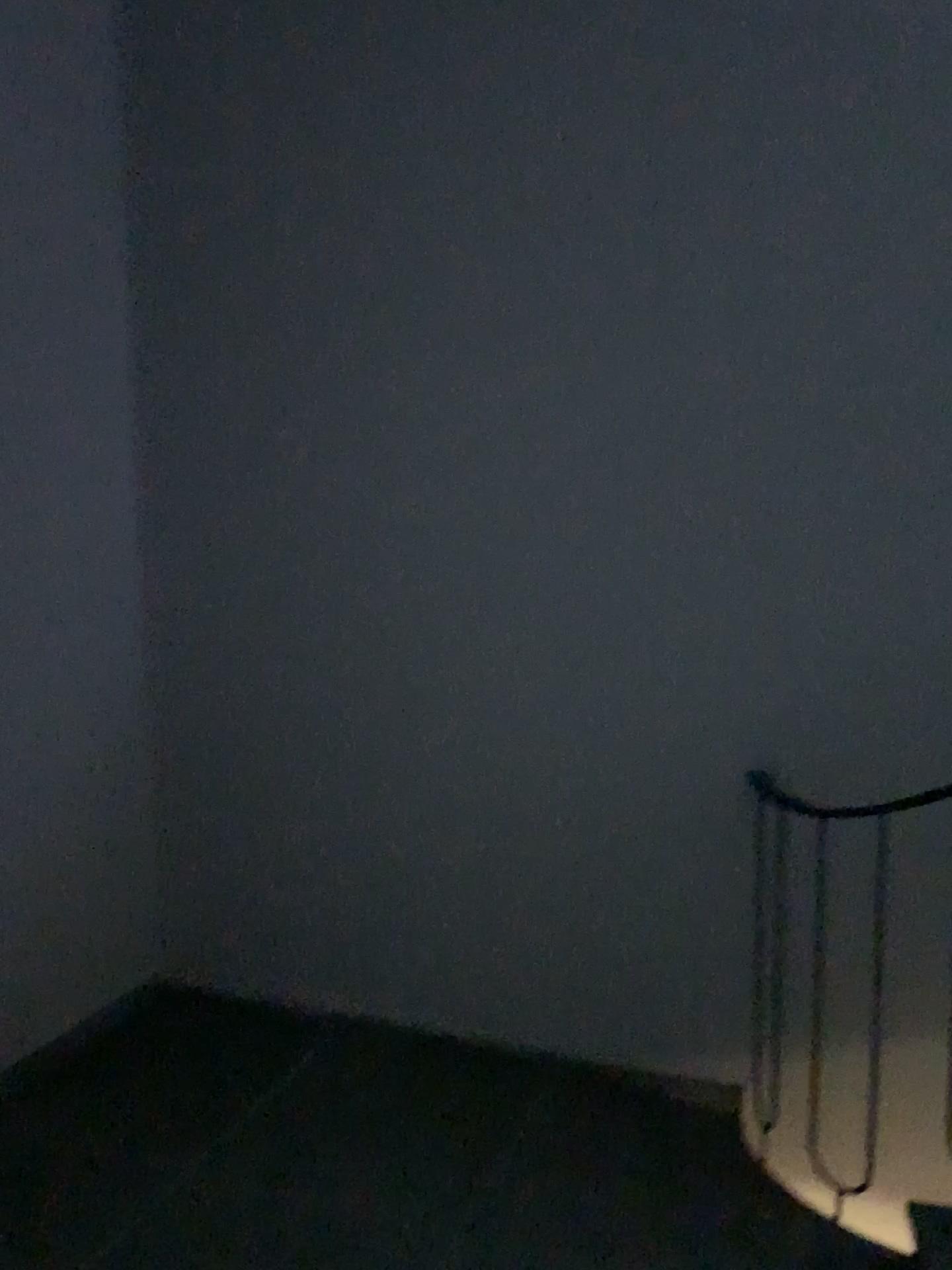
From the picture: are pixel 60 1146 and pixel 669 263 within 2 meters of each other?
no
